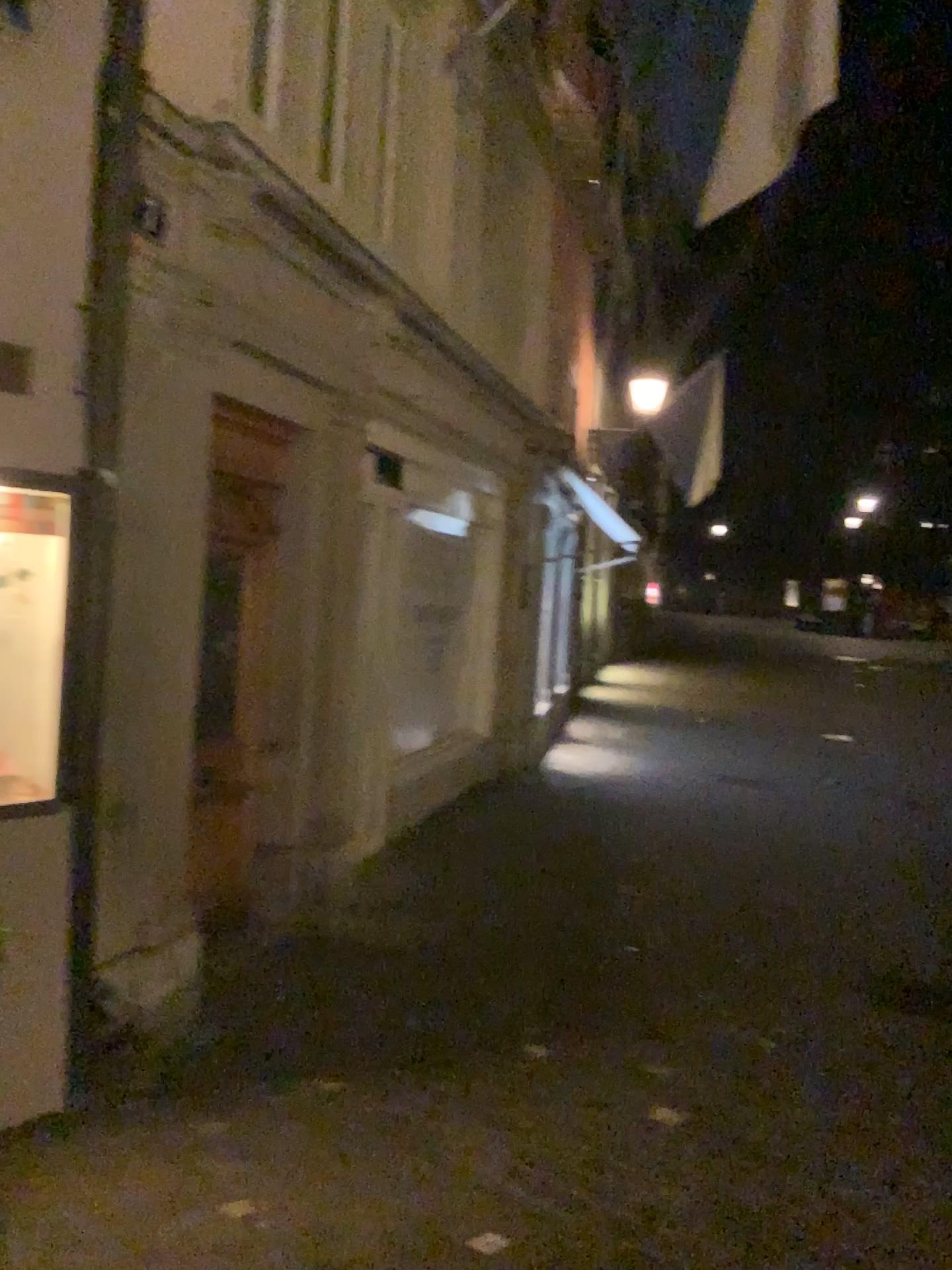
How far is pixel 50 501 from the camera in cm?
313

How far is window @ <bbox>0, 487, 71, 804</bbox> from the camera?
3.13m

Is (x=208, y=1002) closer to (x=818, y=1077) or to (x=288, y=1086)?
(x=288, y=1086)
